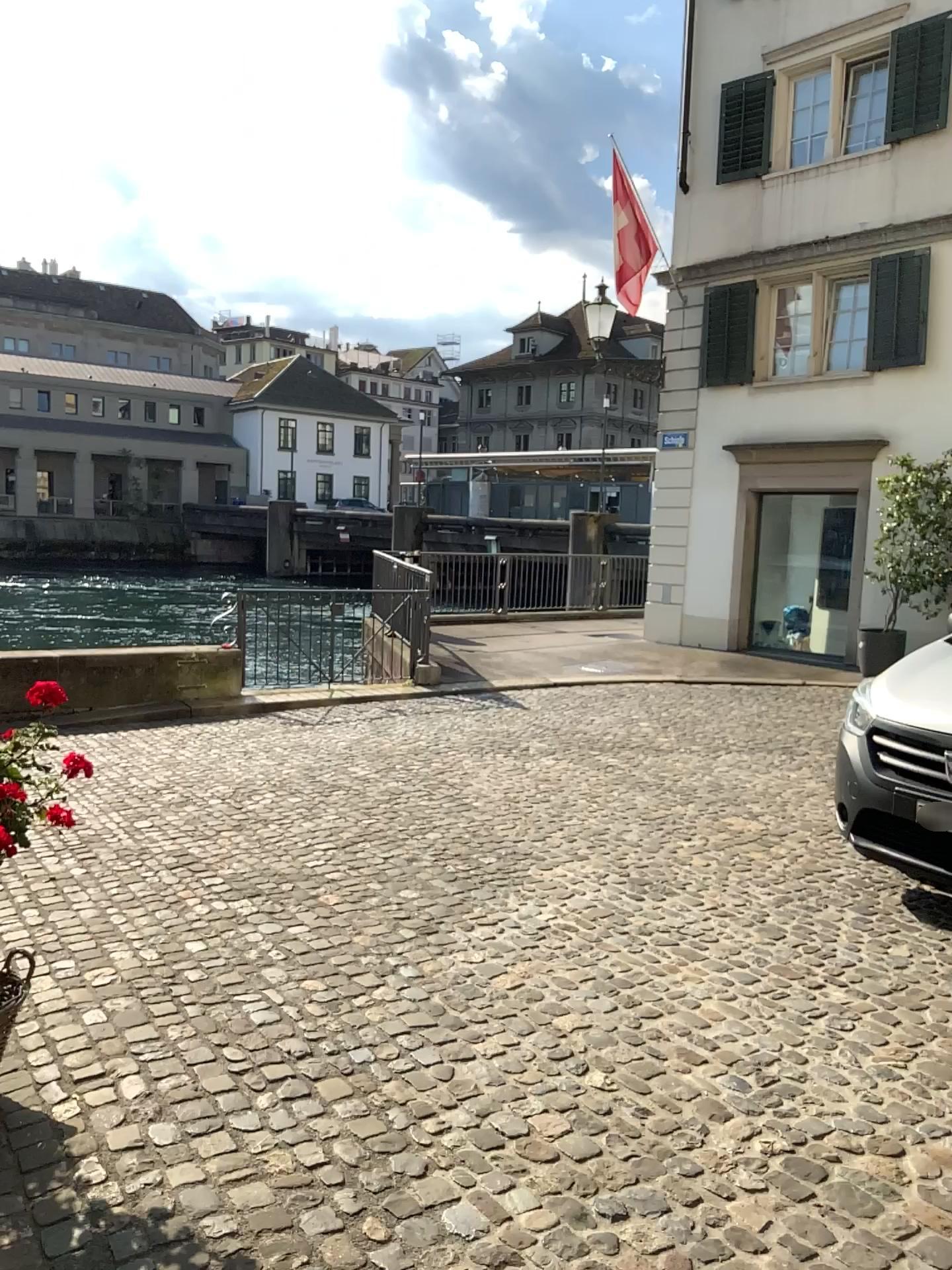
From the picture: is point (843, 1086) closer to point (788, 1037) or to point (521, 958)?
point (788, 1037)
